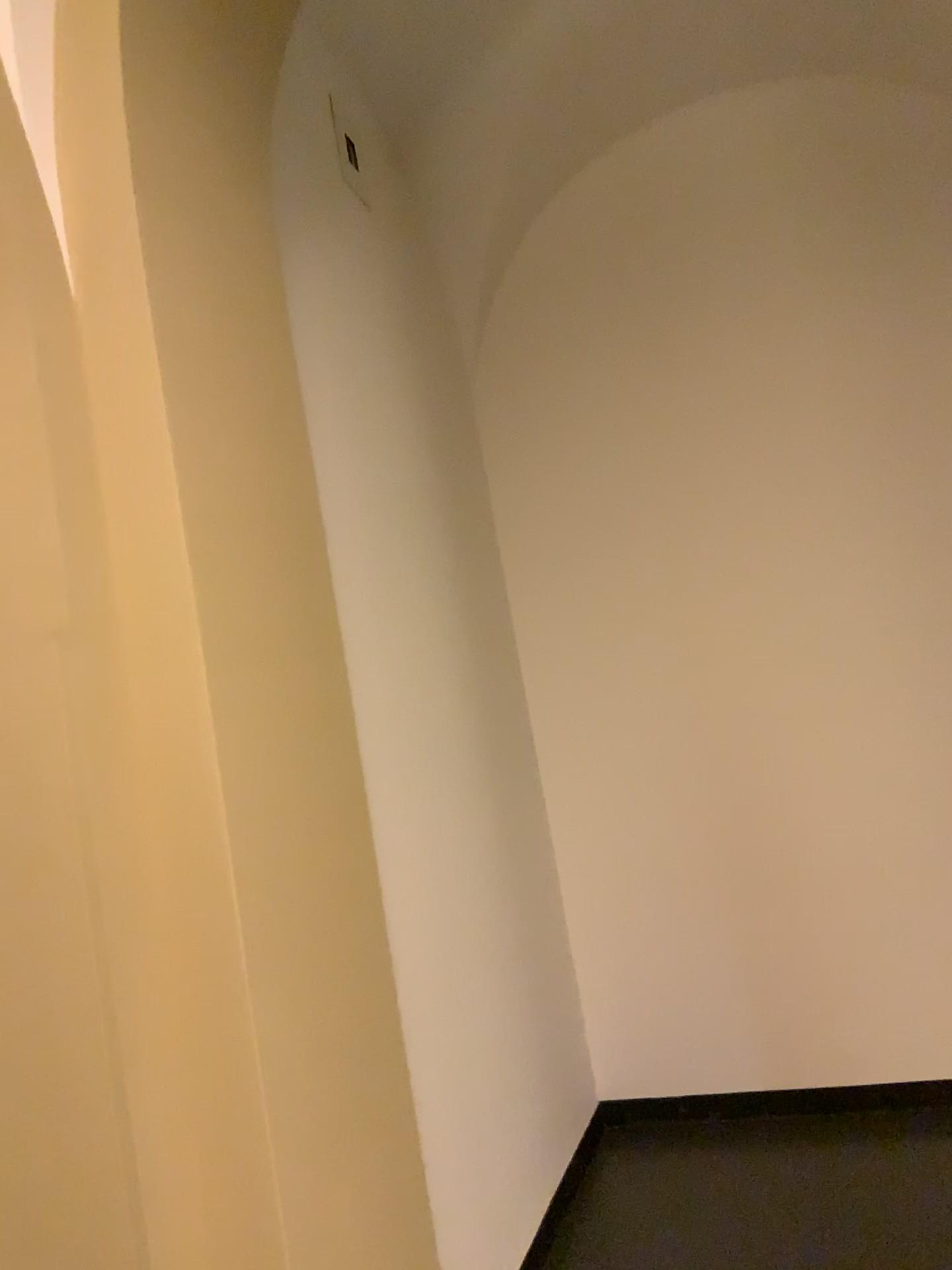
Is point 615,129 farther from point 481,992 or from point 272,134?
point 481,992
